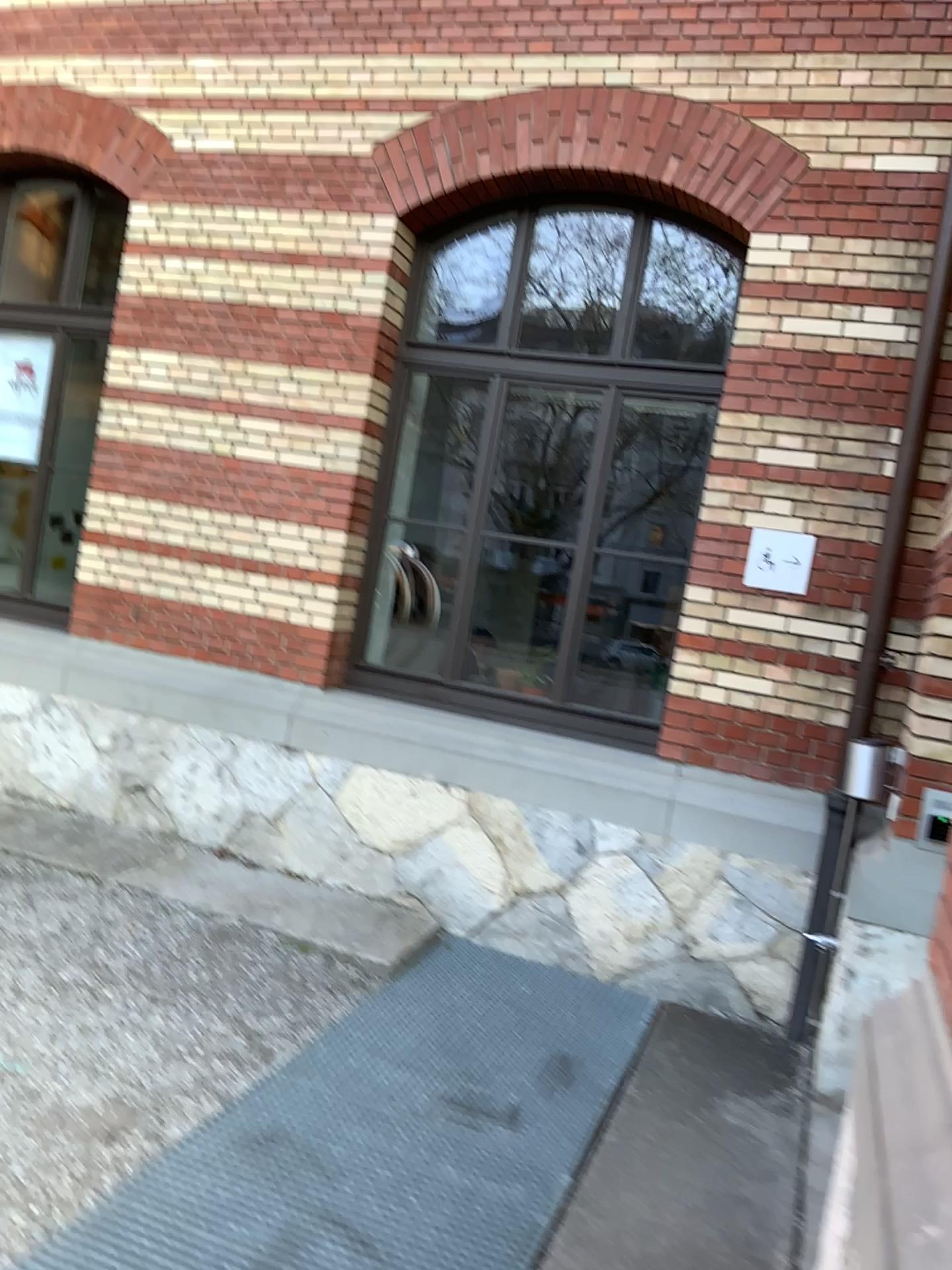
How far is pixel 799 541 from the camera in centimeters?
450cm

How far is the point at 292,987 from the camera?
4.0 meters

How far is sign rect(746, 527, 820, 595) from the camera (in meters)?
4.50
